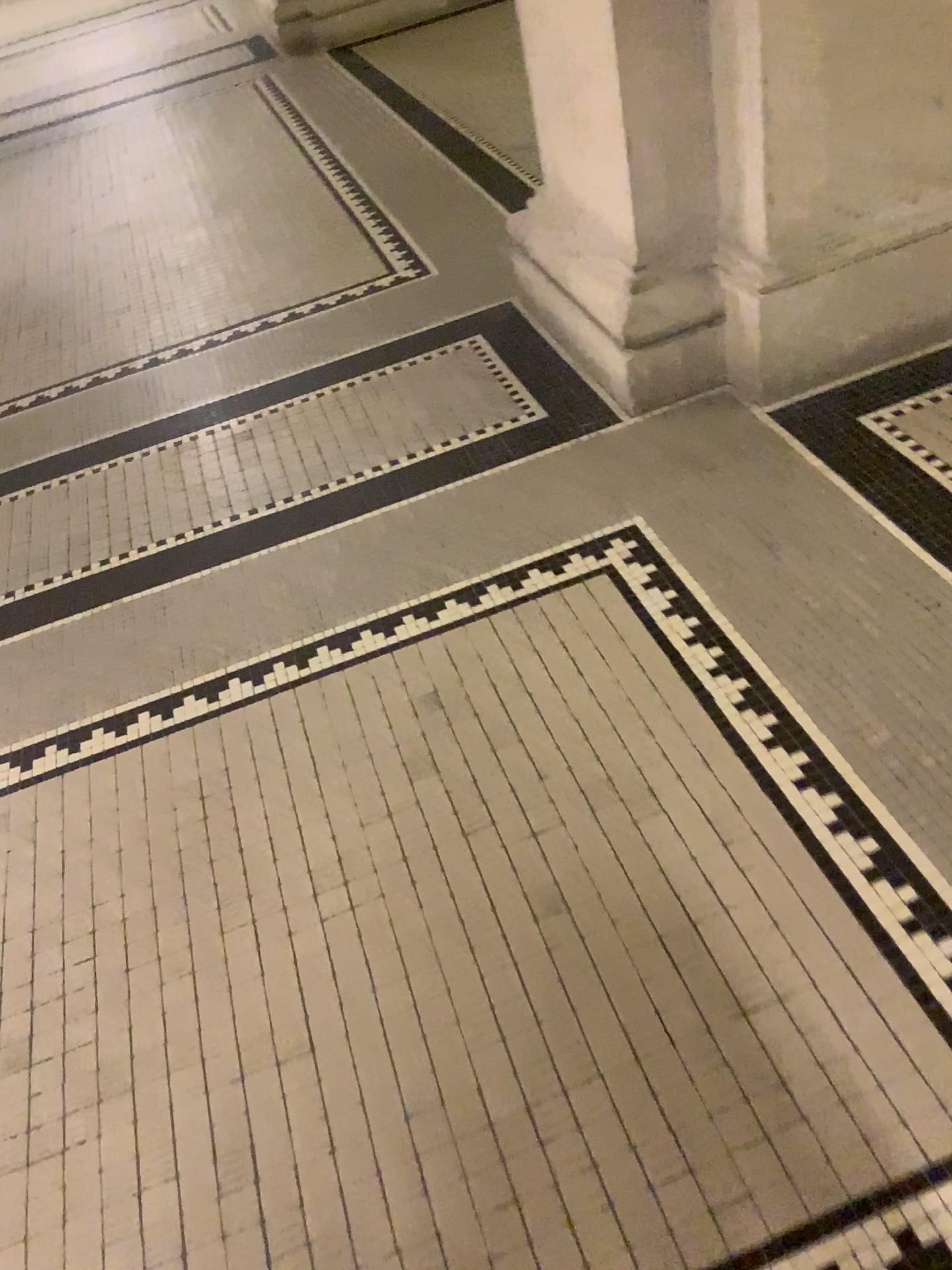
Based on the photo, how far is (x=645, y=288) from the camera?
2.1m

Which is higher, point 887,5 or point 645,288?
point 887,5

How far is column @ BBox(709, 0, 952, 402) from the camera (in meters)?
1.81

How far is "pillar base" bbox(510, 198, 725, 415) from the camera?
2.1 meters

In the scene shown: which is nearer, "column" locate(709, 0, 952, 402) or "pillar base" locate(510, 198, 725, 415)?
"column" locate(709, 0, 952, 402)

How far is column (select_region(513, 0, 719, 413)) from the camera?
1.9 meters

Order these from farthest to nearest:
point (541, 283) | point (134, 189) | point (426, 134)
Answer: point (134, 189) < point (426, 134) < point (541, 283)

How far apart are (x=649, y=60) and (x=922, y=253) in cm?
63

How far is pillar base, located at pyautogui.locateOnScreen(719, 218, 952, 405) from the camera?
2.02m
